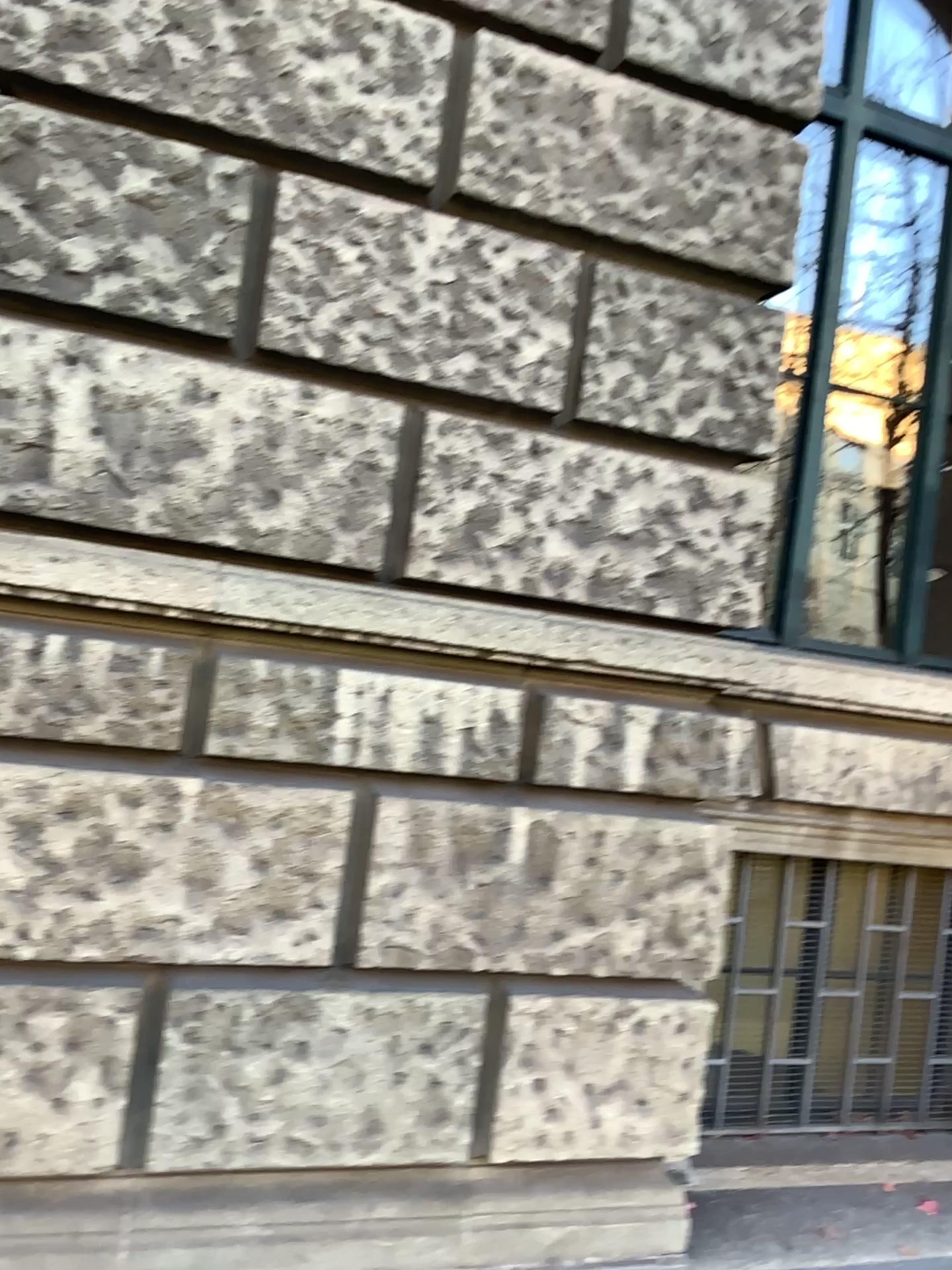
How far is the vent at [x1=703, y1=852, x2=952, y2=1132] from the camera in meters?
3.7

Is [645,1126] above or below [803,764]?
below

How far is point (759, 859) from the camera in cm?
368
